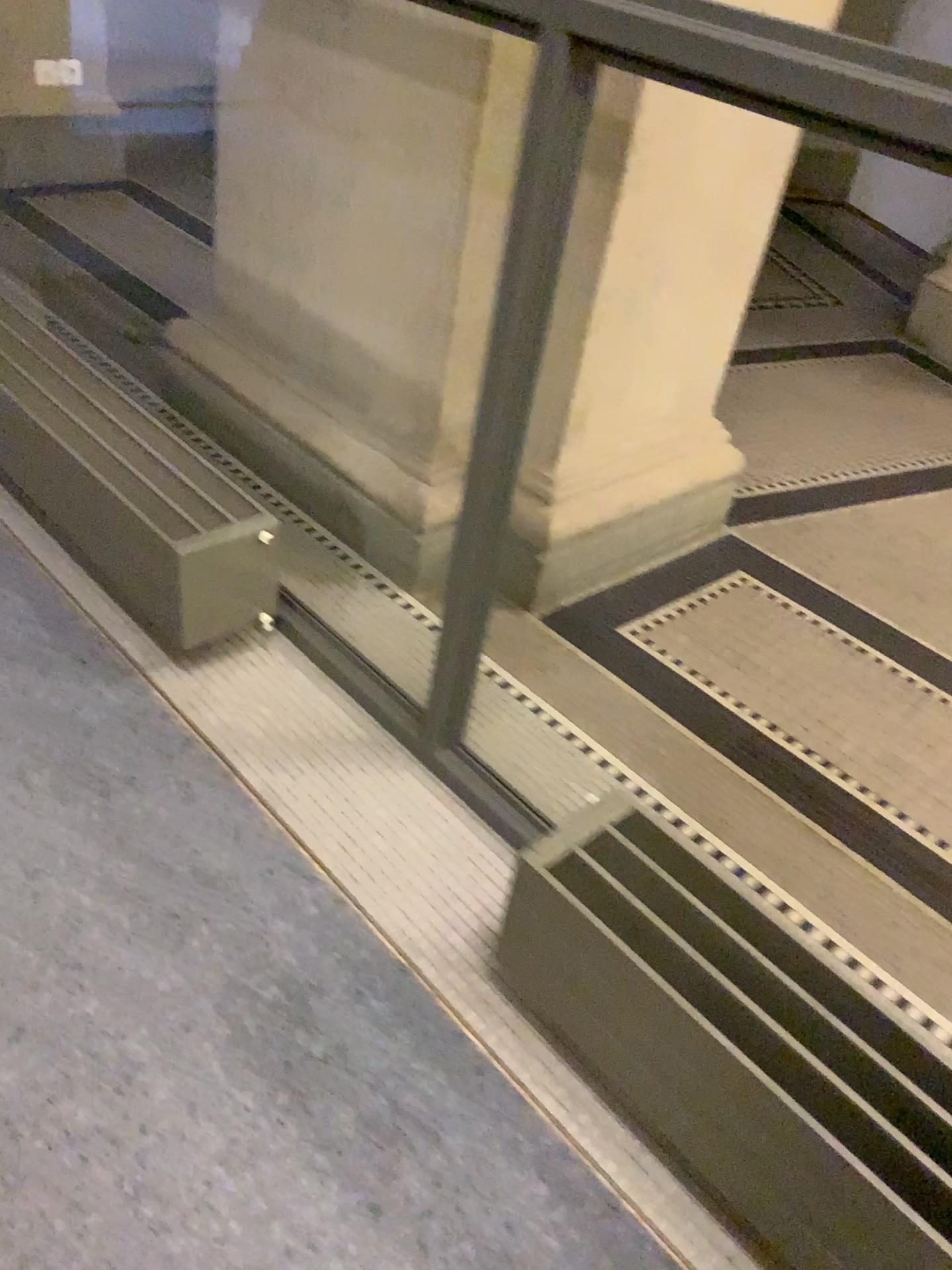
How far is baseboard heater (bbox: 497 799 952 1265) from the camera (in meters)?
1.09

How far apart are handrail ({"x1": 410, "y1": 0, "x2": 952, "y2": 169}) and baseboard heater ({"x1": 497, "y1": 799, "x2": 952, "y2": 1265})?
0.8 meters

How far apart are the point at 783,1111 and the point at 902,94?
0.98m

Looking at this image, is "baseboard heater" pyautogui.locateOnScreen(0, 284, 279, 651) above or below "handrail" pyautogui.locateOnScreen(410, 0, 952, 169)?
below

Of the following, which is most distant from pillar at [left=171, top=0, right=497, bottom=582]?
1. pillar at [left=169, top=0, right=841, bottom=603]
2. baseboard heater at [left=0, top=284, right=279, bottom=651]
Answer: baseboard heater at [left=0, top=284, right=279, bottom=651]

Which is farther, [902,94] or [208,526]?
[208,526]

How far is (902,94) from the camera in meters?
0.9

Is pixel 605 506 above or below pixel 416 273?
below

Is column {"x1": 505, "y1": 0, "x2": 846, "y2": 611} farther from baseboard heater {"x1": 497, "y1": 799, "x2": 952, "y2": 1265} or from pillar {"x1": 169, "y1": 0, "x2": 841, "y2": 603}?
baseboard heater {"x1": 497, "y1": 799, "x2": 952, "y2": 1265}

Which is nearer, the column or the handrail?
the handrail
